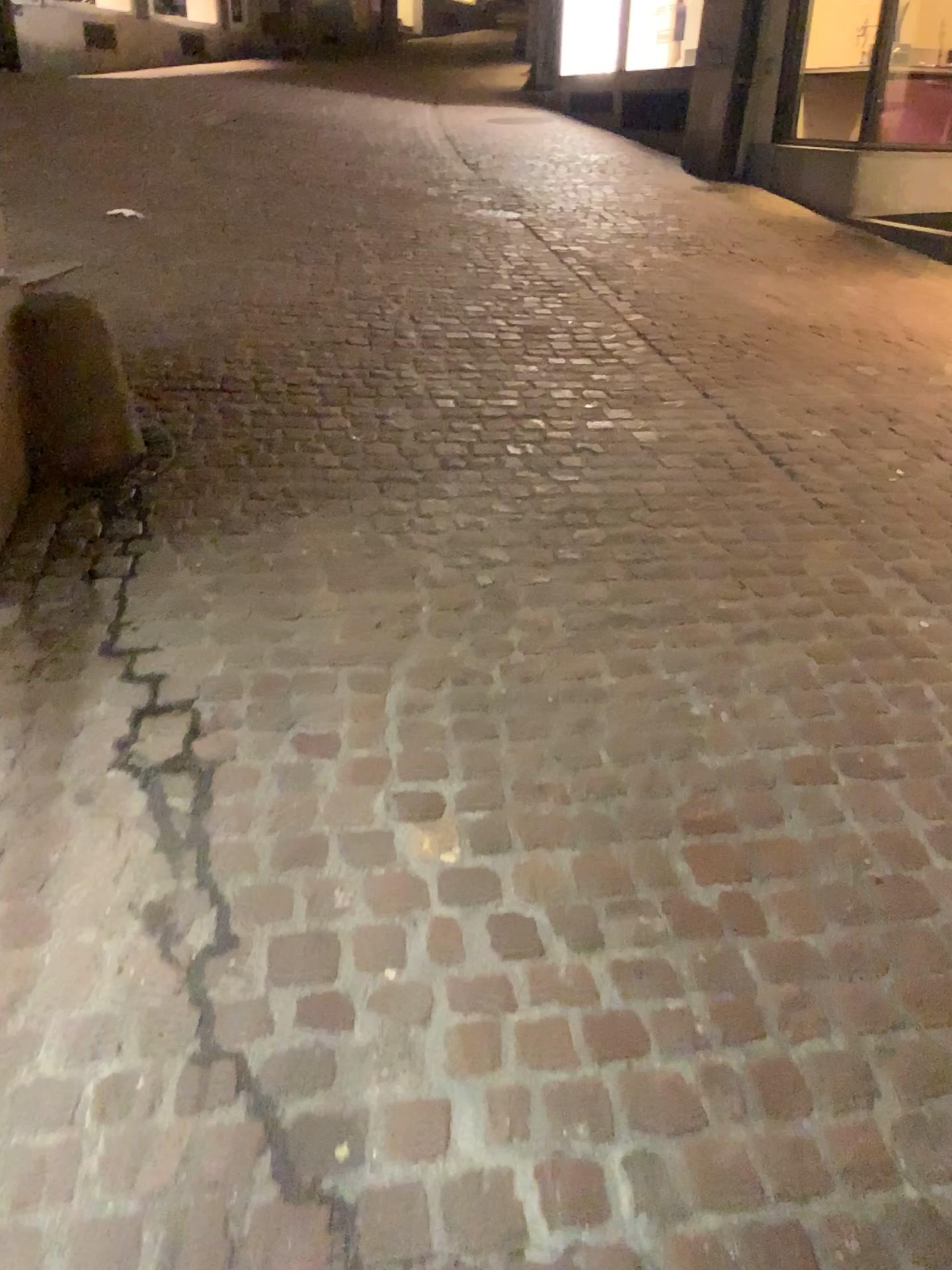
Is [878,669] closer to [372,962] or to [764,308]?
[372,962]
